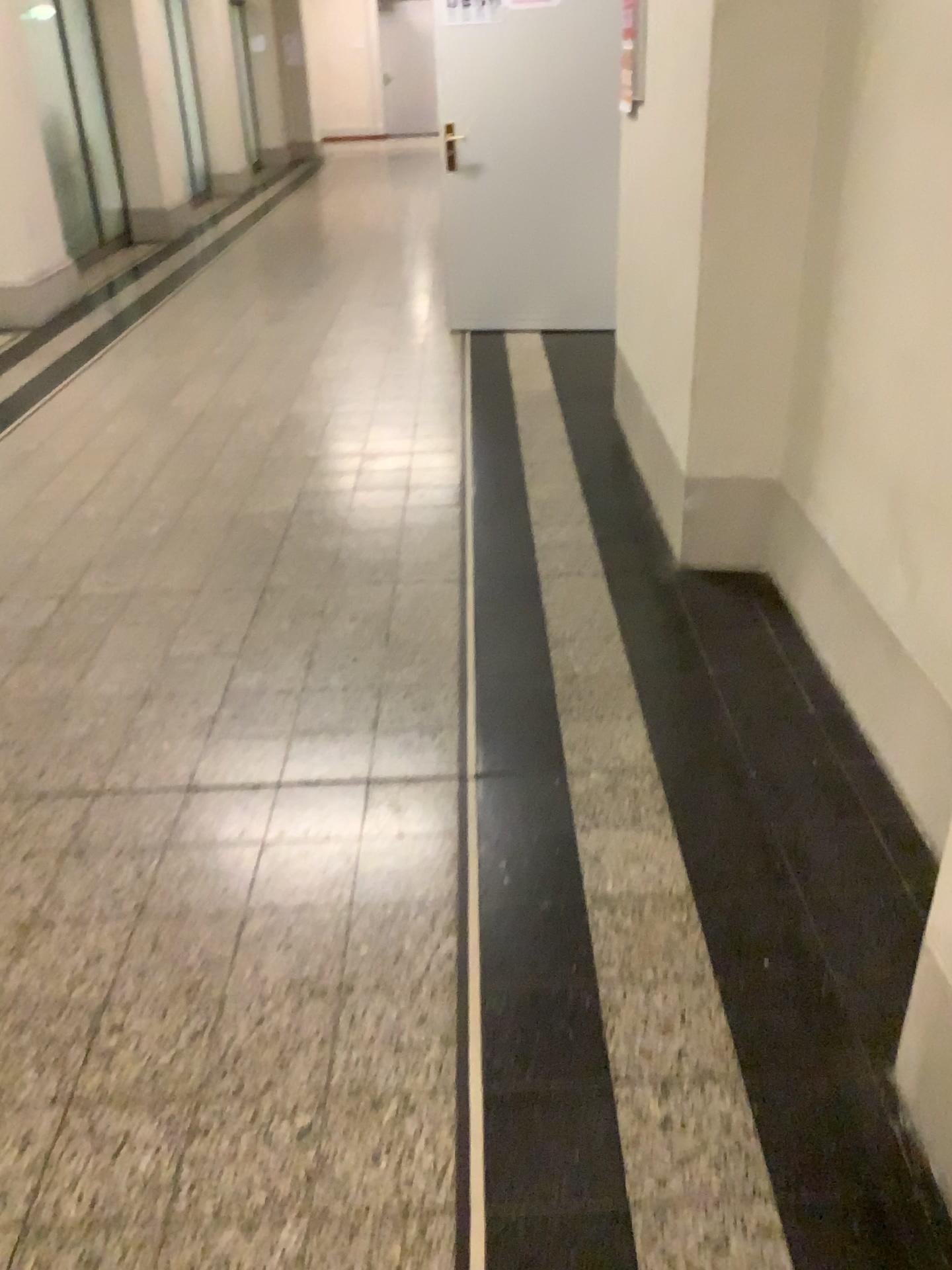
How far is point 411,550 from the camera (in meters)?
3.46

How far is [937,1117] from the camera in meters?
1.6 m

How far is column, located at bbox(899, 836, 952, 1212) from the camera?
1.6m
